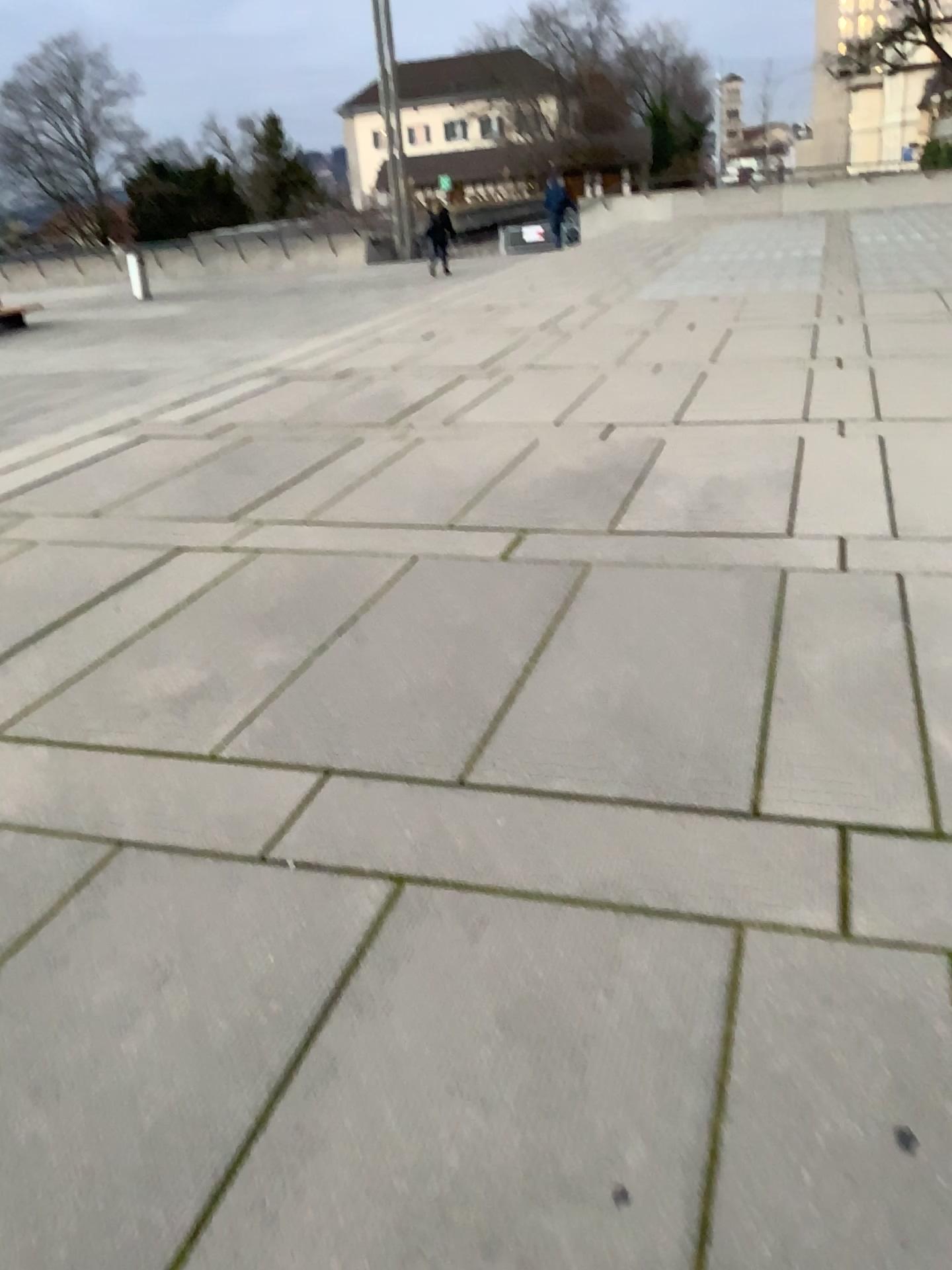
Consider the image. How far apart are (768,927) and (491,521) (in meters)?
2.97
